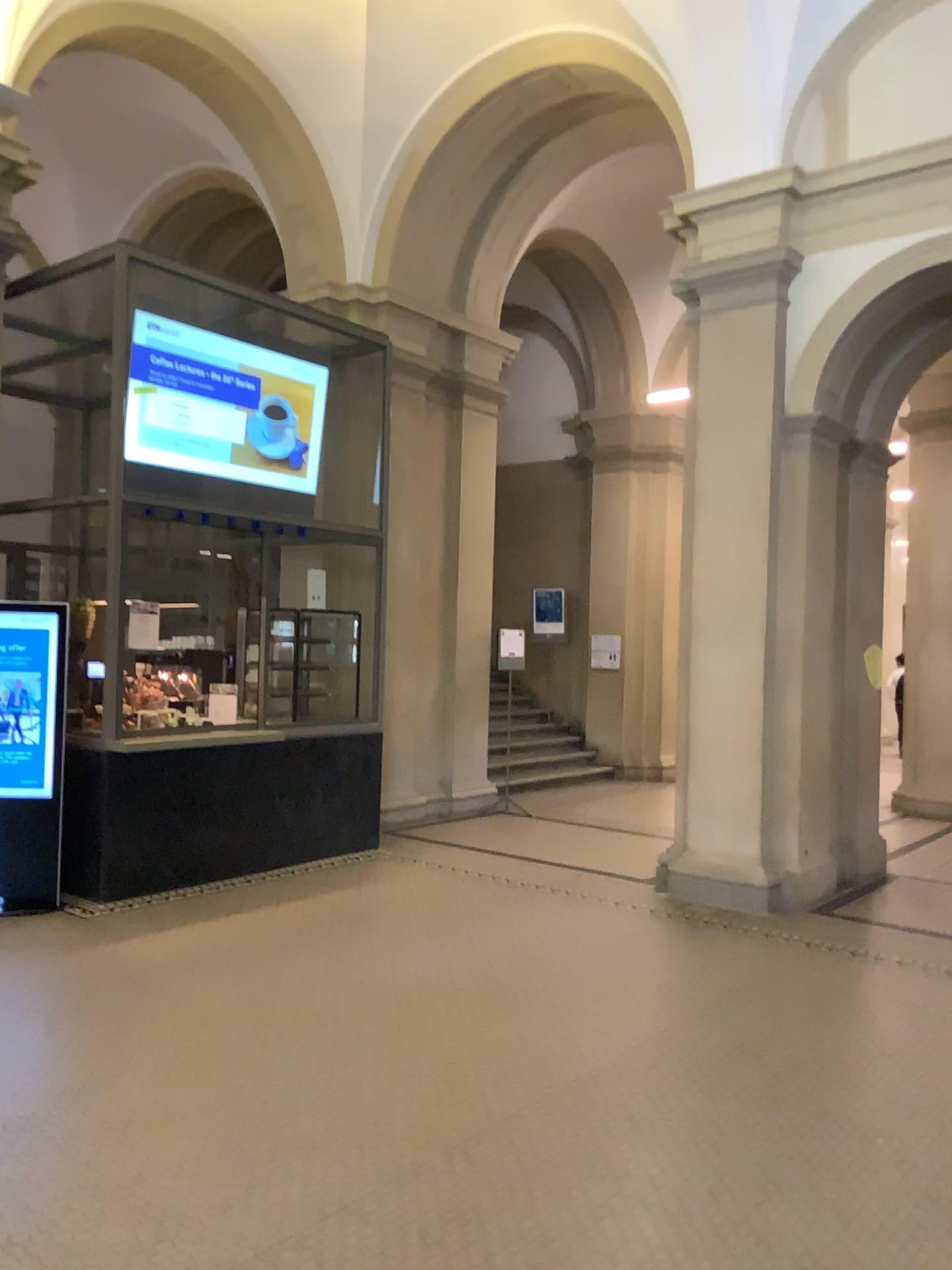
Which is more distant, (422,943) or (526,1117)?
(422,943)
